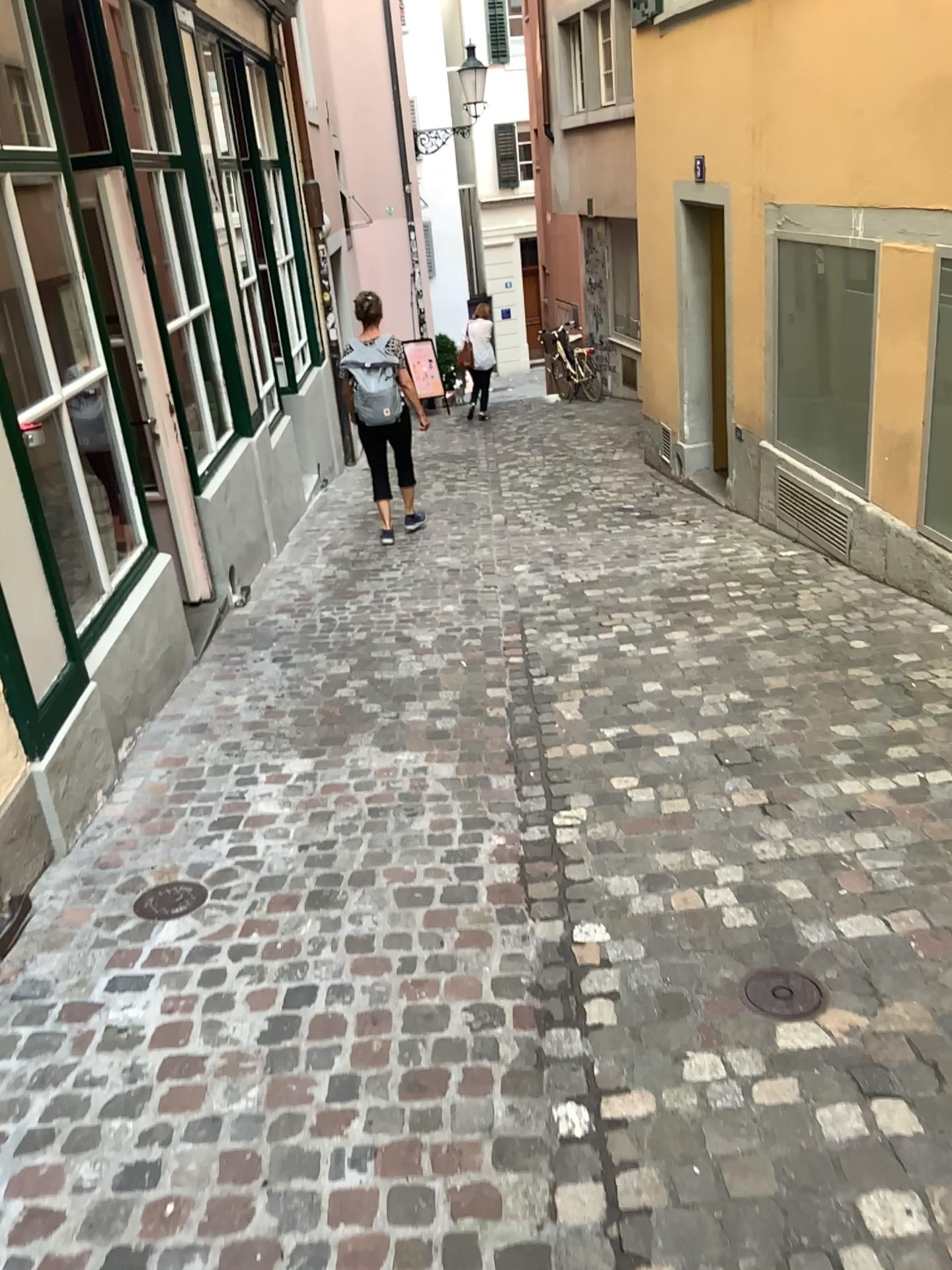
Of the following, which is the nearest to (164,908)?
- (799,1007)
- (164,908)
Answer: (164,908)

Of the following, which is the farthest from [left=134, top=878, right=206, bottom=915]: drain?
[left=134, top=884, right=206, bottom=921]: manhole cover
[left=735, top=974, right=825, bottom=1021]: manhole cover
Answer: [left=735, top=974, right=825, bottom=1021]: manhole cover

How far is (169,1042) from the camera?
2.3 meters

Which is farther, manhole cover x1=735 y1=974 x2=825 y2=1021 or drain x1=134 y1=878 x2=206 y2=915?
drain x1=134 y1=878 x2=206 y2=915

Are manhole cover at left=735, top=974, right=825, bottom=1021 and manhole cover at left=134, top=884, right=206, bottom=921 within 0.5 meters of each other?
no

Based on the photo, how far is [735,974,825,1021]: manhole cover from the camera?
2.24m

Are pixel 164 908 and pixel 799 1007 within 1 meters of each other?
no

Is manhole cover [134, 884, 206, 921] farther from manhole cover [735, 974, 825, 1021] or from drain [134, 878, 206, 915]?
manhole cover [735, 974, 825, 1021]

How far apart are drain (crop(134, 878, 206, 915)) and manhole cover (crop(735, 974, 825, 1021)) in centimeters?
143cm

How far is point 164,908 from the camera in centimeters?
277cm
